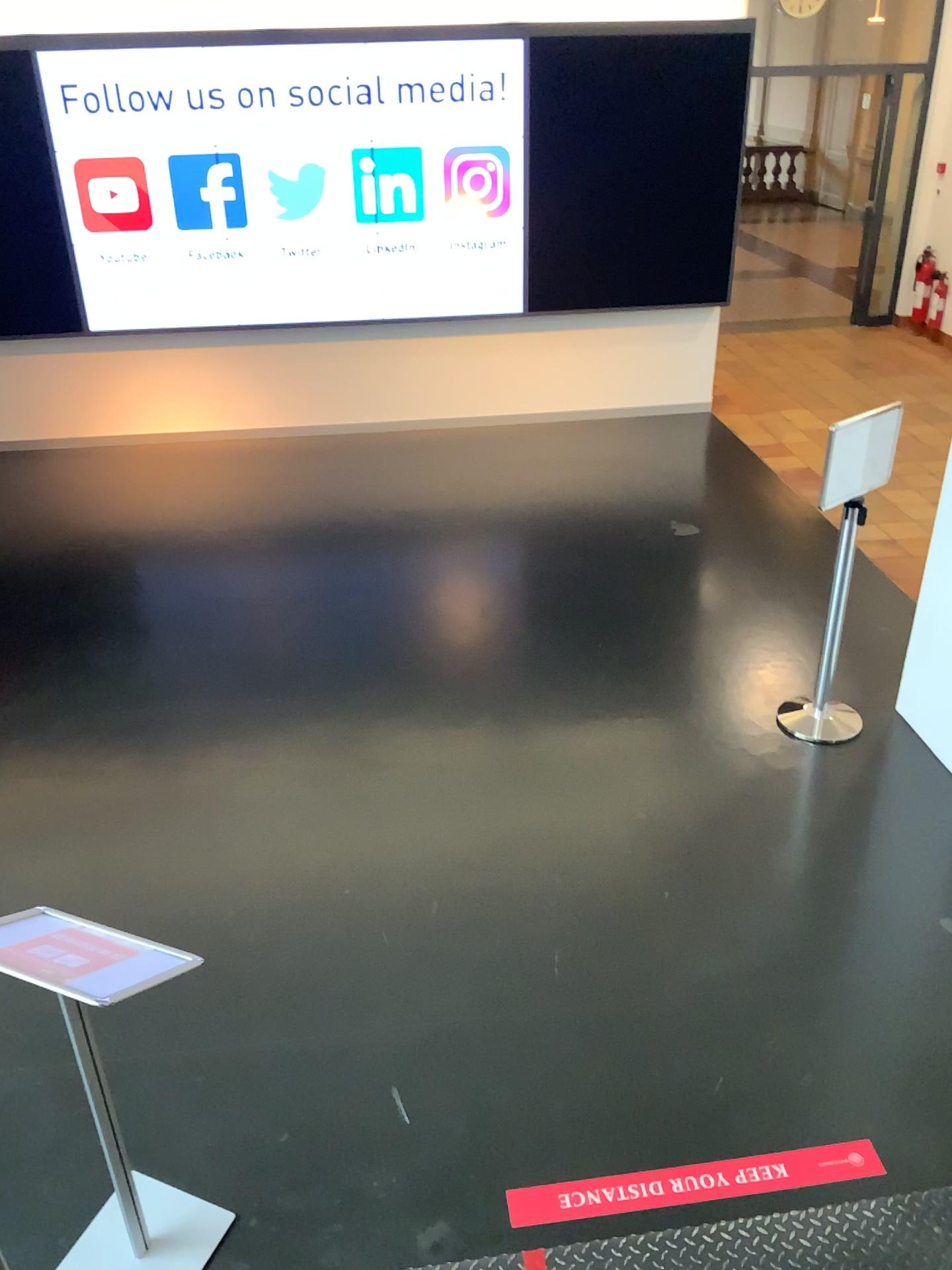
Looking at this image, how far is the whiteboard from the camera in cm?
412

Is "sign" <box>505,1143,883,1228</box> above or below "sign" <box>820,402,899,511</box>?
below

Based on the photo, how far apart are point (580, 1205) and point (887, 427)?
2.99m

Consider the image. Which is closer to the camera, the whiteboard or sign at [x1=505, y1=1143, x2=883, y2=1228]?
sign at [x1=505, y1=1143, x2=883, y2=1228]

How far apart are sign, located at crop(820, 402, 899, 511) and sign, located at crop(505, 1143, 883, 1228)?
2.4 meters

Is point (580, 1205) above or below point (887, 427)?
below

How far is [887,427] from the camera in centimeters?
412cm

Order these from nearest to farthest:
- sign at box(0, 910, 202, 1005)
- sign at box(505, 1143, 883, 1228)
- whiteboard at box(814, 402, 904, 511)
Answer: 1. sign at box(0, 910, 202, 1005)
2. sign at box(505, 1143, 883, 1228)
3. whiteboard at box(814, 402, 904, 511)

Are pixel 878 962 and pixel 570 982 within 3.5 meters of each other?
yes

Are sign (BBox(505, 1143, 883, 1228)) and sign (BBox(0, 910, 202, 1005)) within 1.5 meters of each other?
yes
